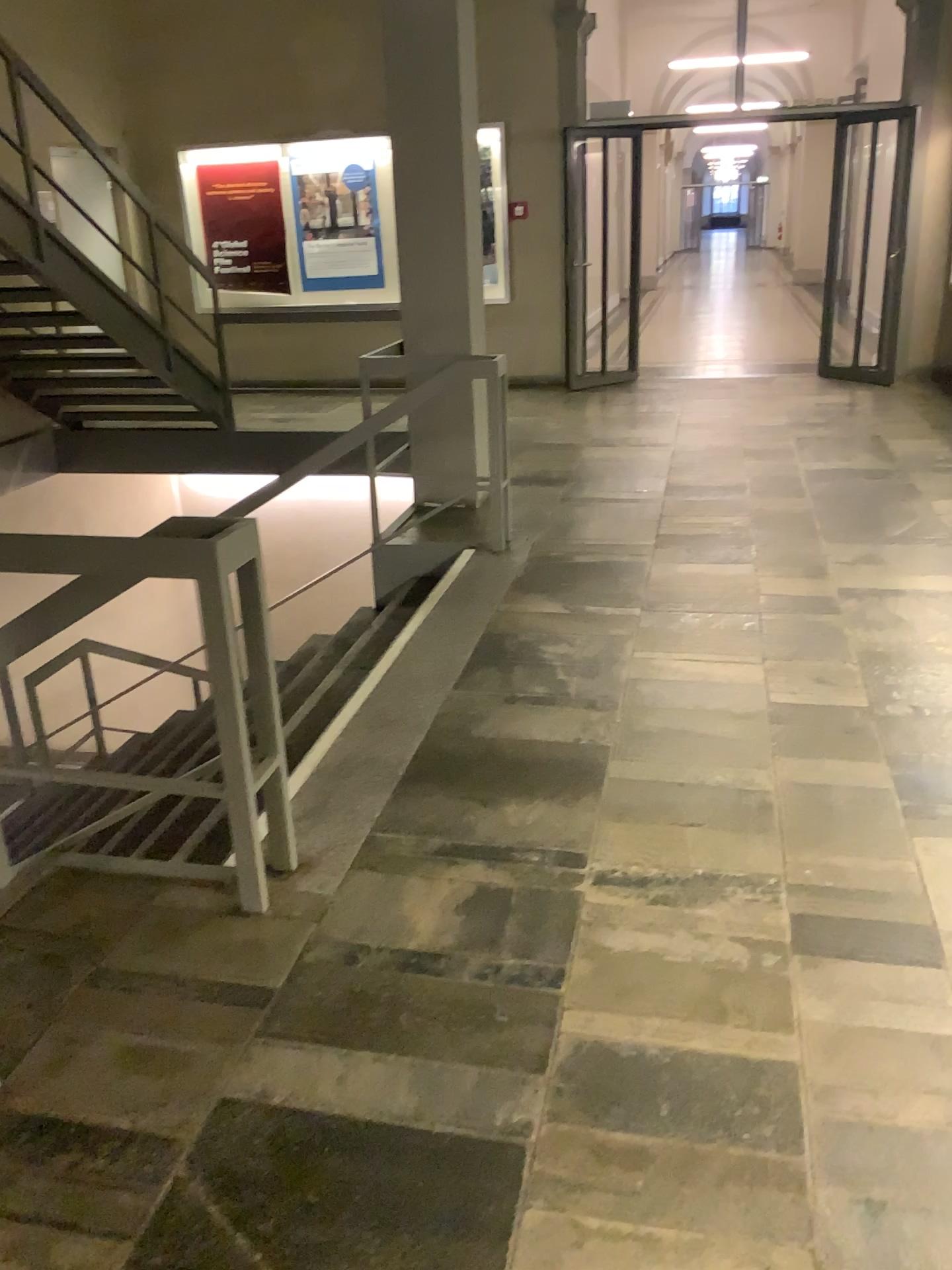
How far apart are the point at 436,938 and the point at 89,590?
1.09m
